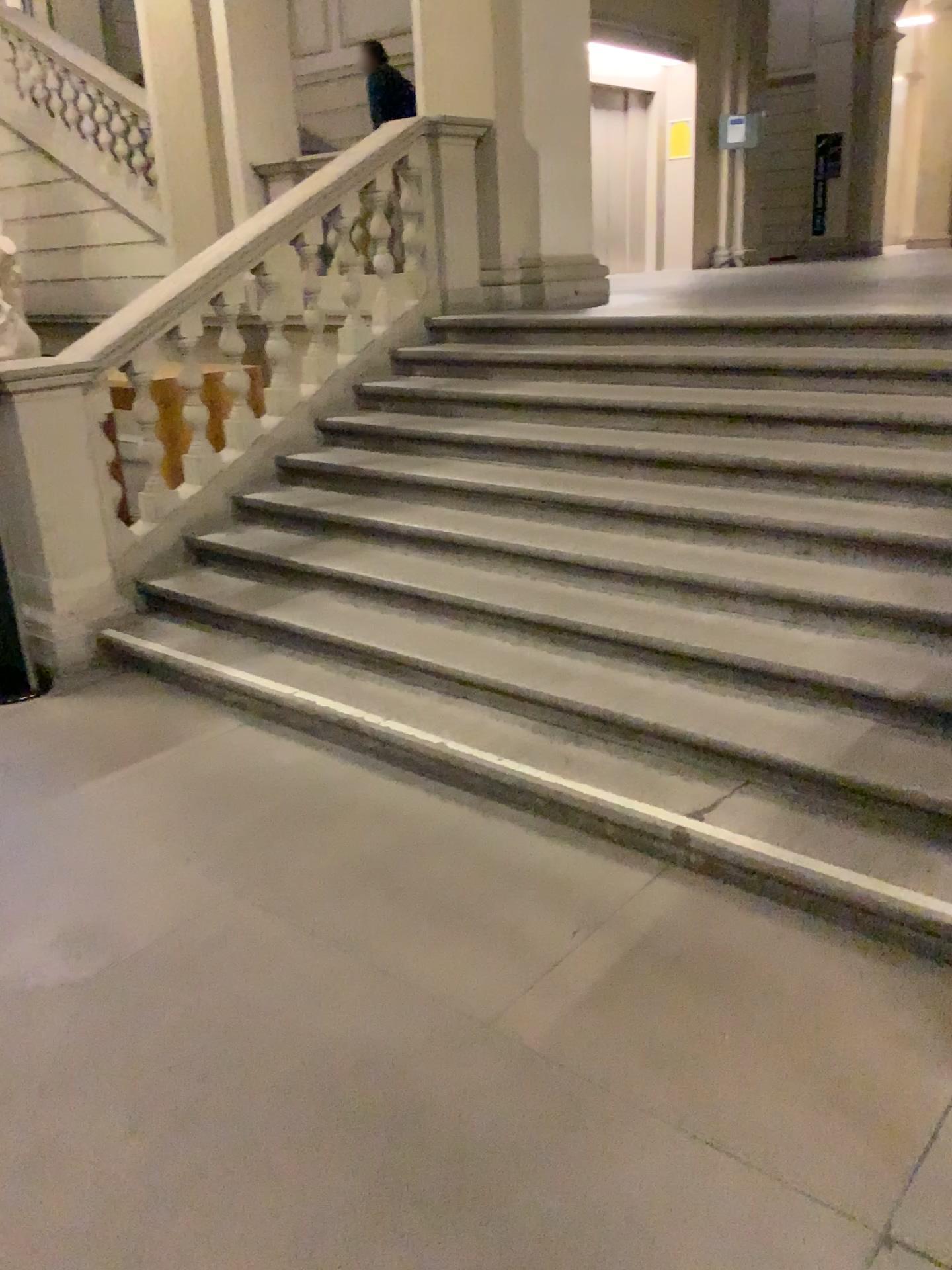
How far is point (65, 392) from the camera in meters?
4.3

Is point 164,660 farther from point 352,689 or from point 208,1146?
point 208,1146

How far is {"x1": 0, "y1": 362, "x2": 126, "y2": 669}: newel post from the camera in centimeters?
434cm
